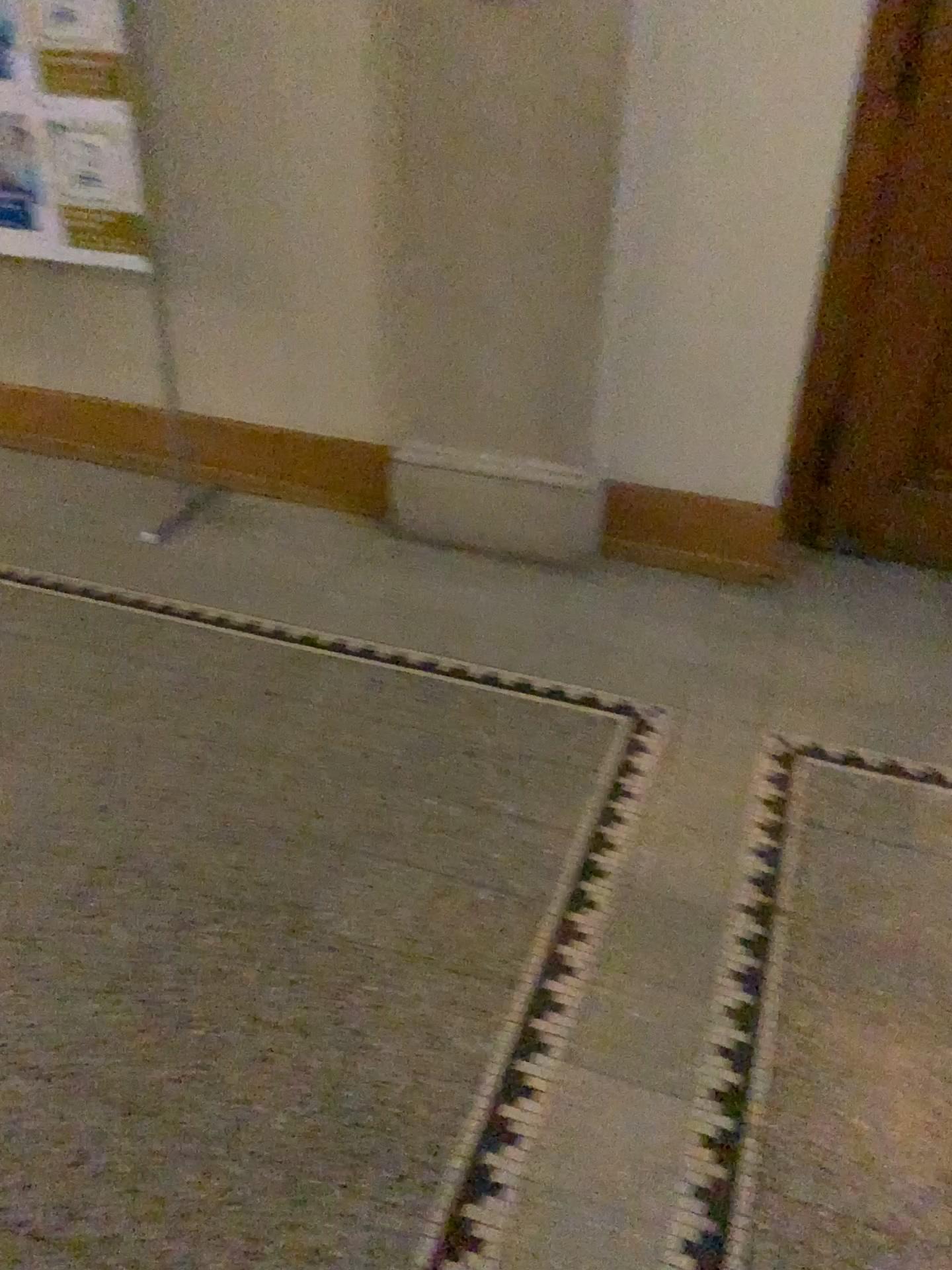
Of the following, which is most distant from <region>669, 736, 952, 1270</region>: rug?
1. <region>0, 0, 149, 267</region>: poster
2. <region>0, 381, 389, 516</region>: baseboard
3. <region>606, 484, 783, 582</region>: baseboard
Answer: <region>0, 0, 149, 267</region>: poster

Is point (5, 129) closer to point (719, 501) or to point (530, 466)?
point (530, 466)

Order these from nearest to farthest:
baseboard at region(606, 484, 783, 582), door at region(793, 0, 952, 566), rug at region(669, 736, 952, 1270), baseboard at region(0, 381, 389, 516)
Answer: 1. rug at region(669, 736, 952, 1270)
2. door at region(793, 0, 952, 566)
3. baseboard at region(606, 484, 783, 582)
4. baseboard at region(0, 381, 389, 516)

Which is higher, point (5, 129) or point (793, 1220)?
point (5, 129)

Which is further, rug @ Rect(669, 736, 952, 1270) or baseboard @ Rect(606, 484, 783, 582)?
baseboard @ Rect(606, 484, 783, 582)

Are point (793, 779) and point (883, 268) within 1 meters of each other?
no

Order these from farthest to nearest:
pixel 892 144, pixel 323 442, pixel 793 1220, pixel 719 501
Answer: pixel 323 442 → pixel 719 501 → pixel 892 144 → pixel 793 1220

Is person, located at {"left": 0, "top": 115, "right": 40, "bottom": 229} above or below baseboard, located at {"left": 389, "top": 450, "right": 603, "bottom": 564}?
above

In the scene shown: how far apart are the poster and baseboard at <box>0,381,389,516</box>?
0.58m

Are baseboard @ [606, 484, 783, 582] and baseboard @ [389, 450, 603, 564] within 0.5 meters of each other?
yes
